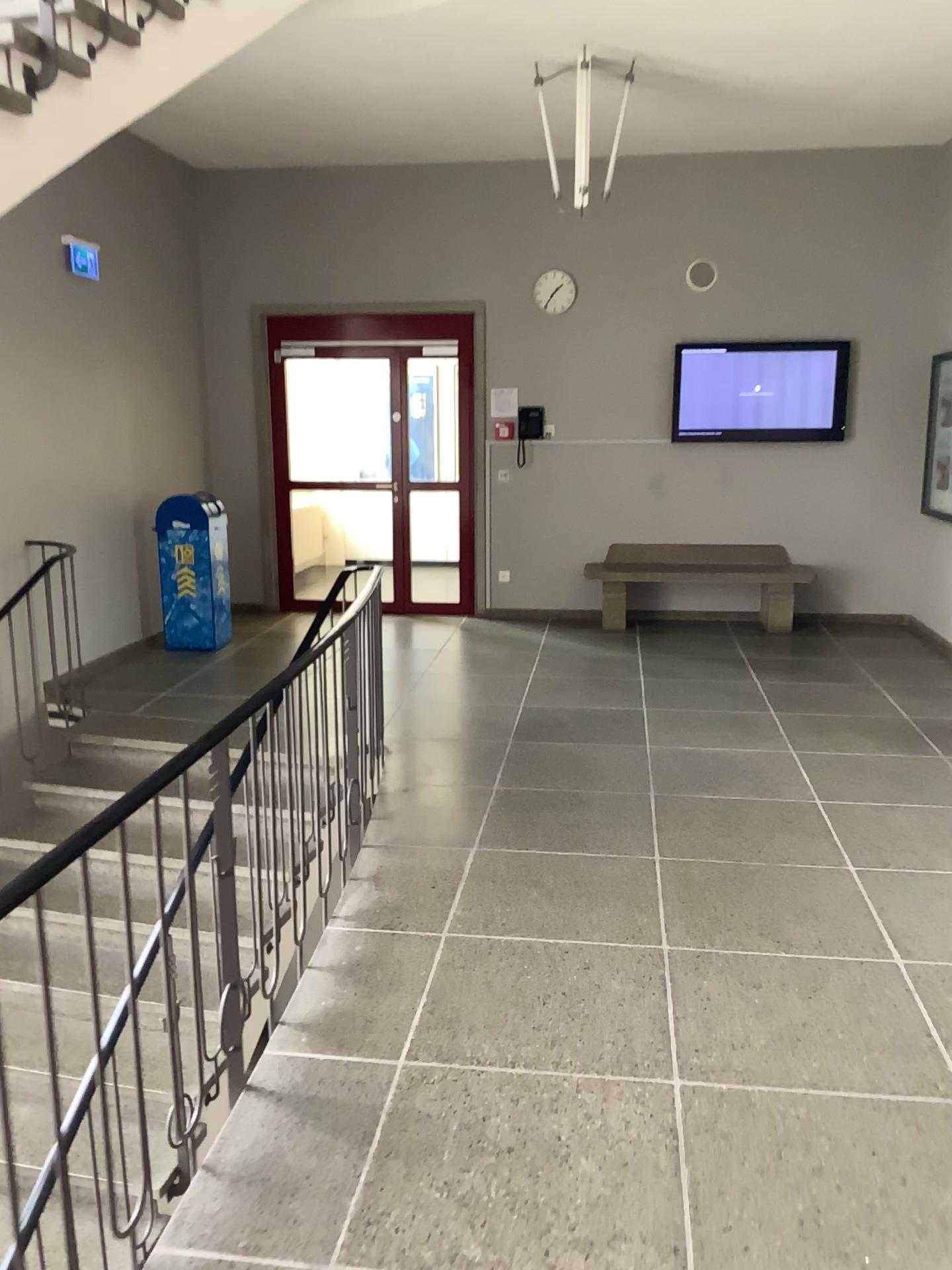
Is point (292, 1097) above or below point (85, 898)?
below
